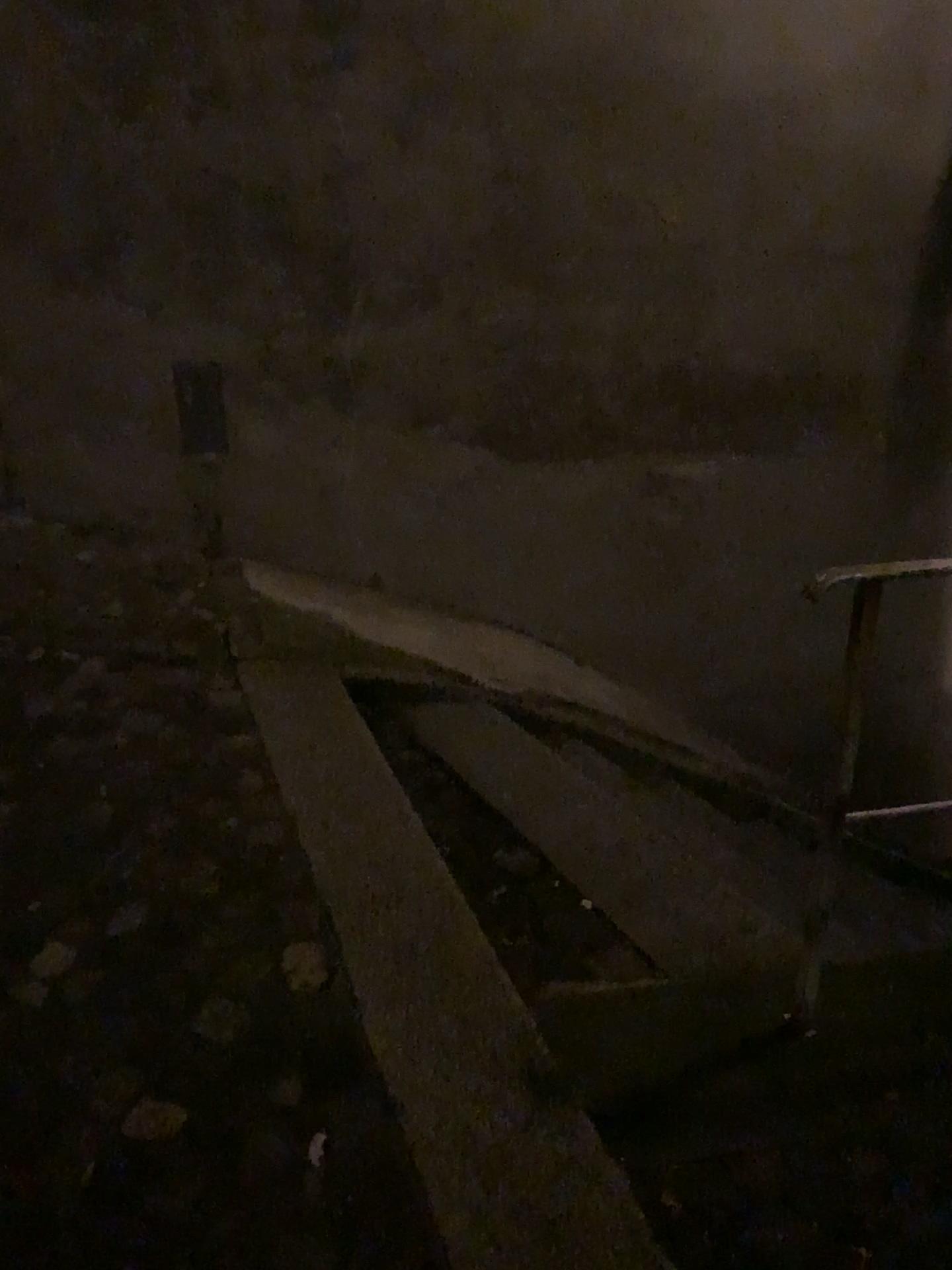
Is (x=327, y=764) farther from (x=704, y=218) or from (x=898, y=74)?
(x=898, y=74)
